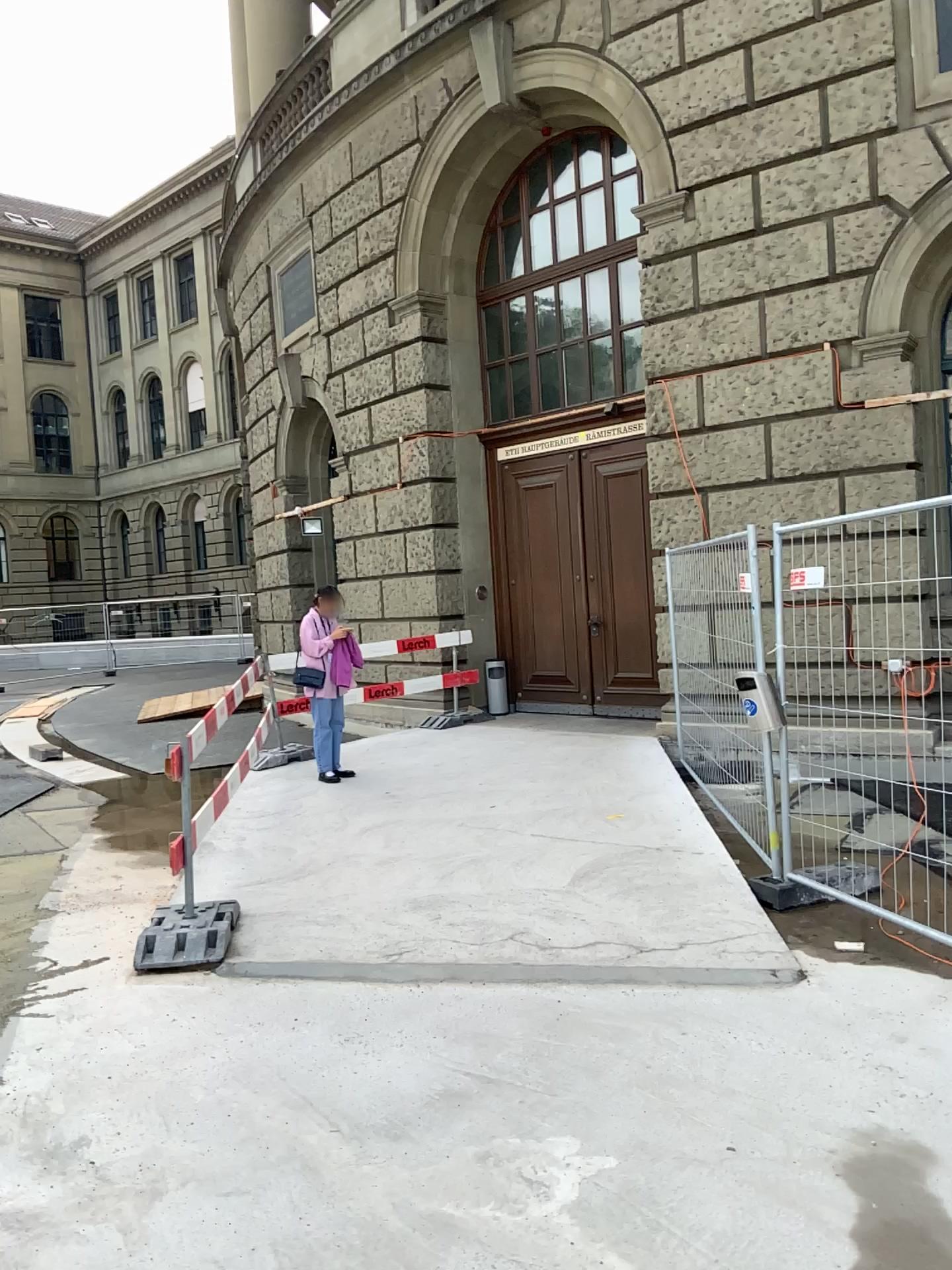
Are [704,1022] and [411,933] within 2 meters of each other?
yes
